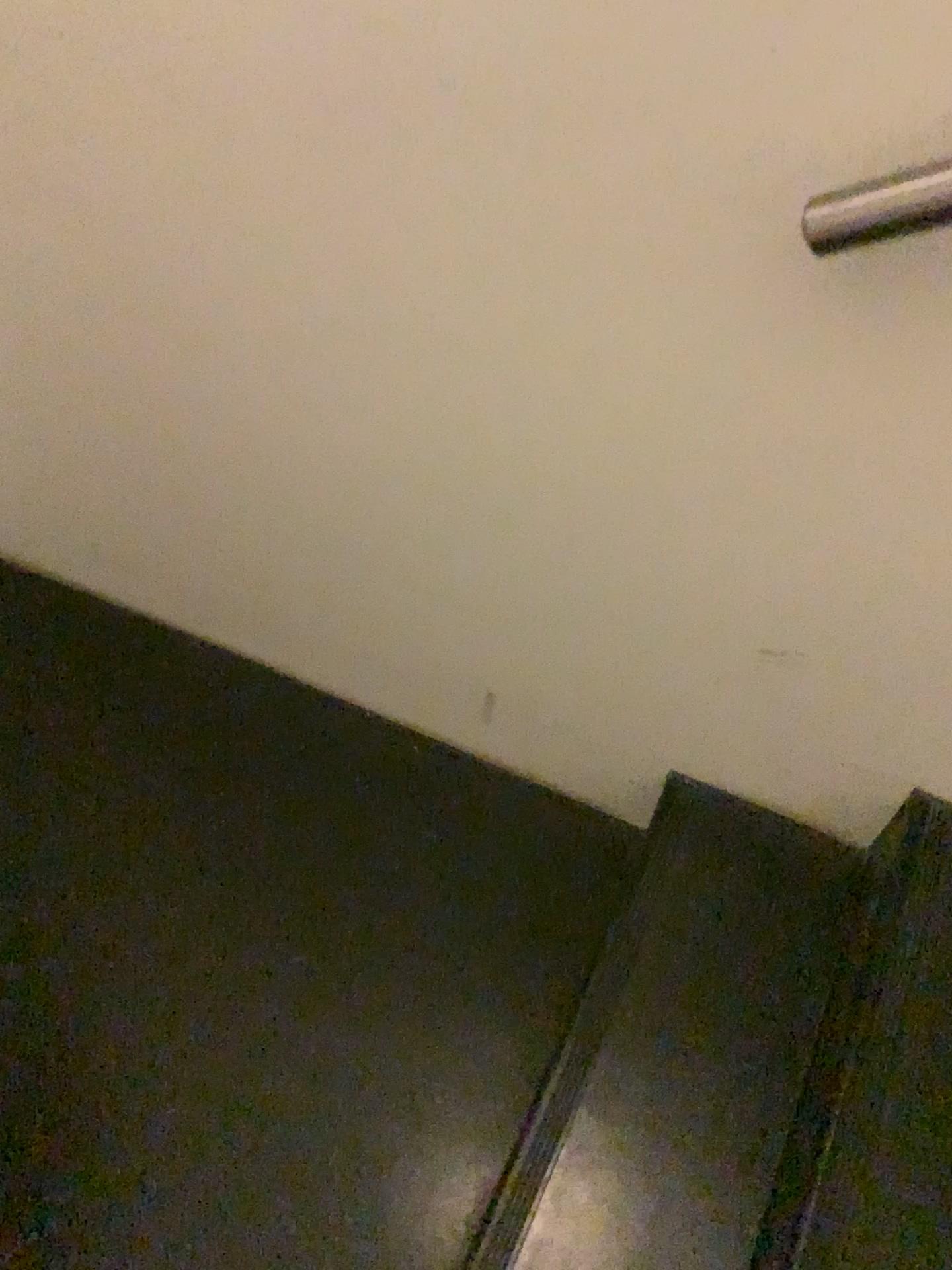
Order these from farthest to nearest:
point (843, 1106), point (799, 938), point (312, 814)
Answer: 1. point (312, 814)
2. point (799, 938)
3. point (843, 1106)
